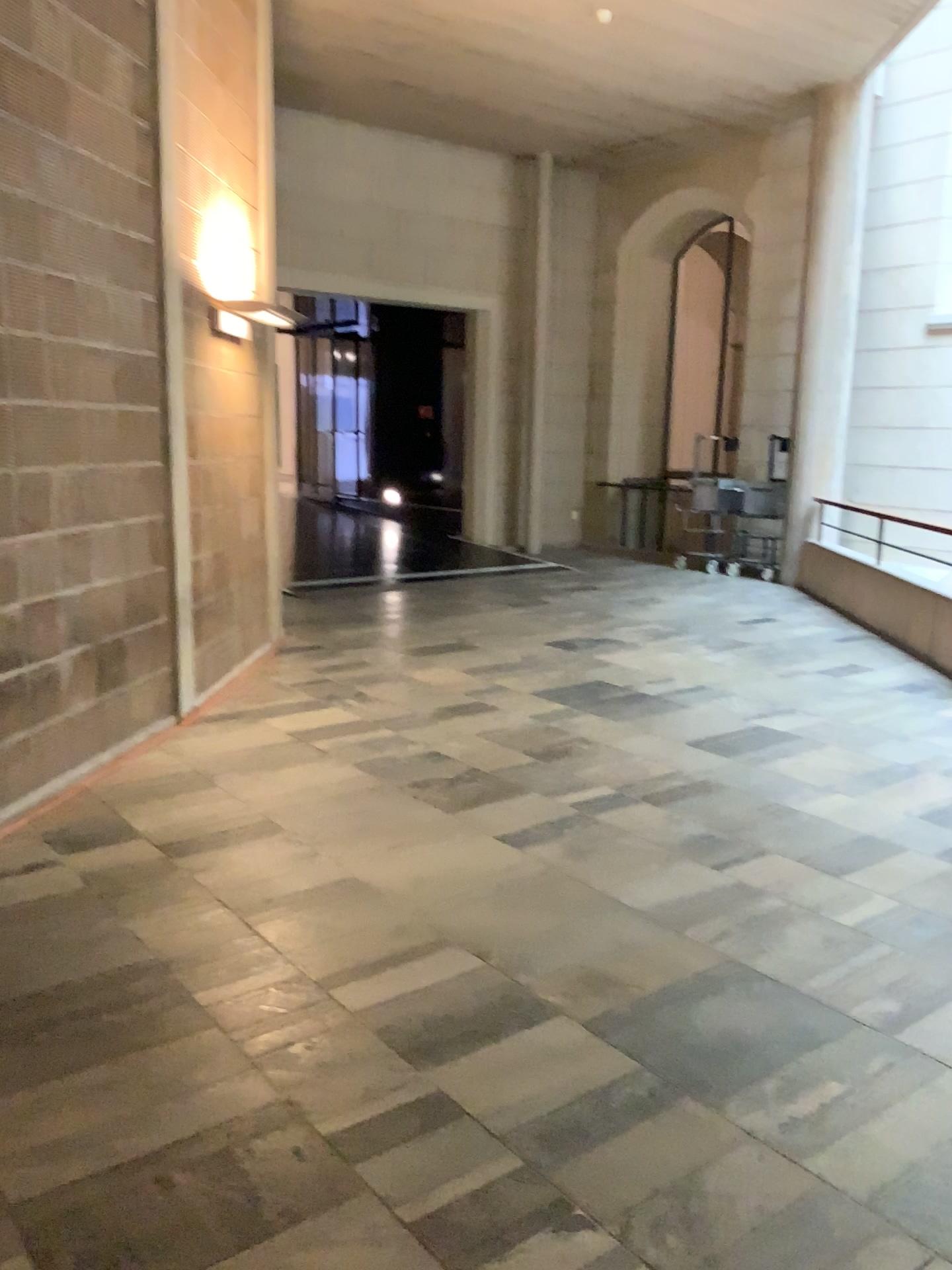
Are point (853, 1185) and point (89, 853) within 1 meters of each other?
no
